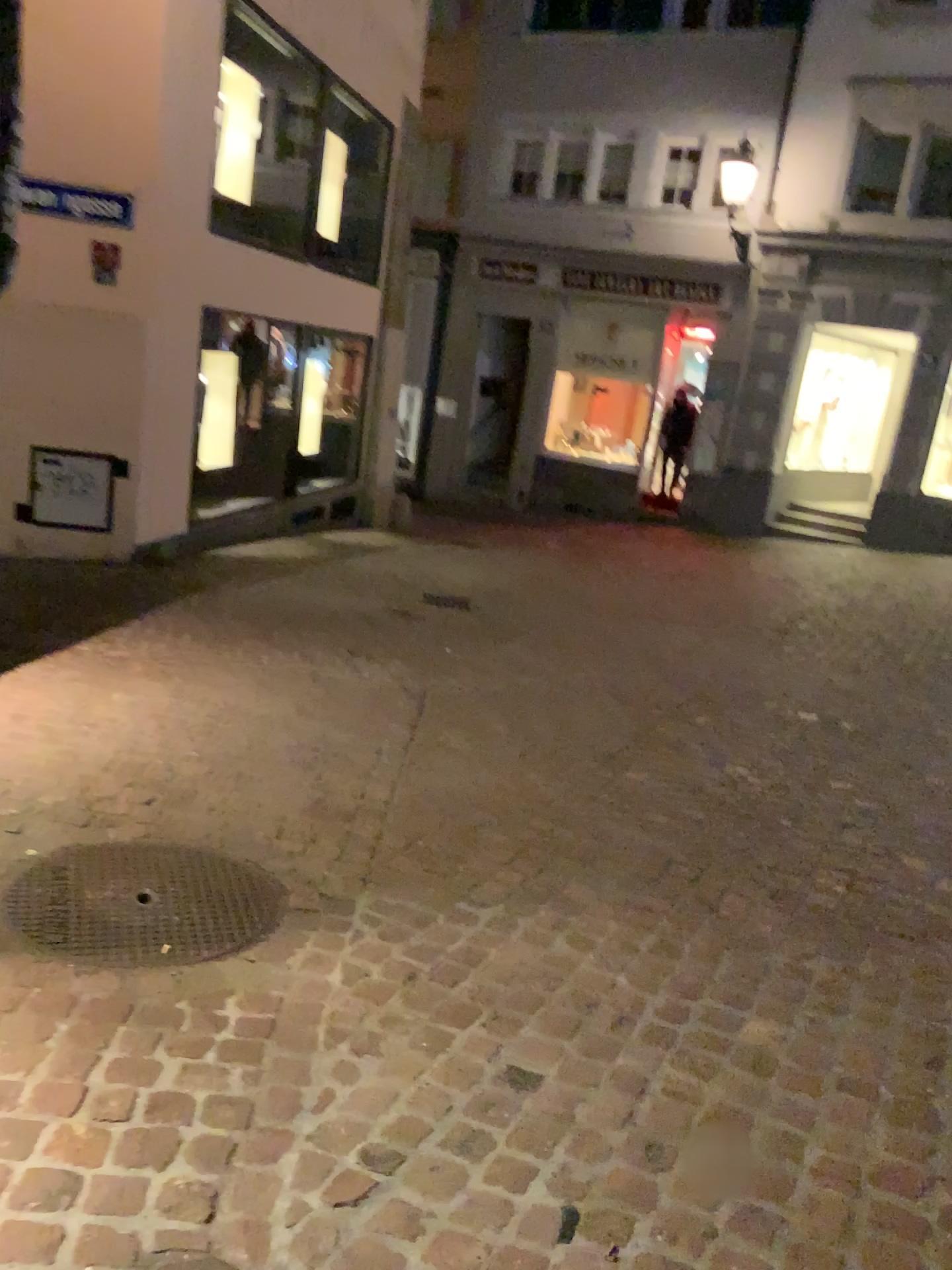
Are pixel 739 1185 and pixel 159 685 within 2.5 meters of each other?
no
